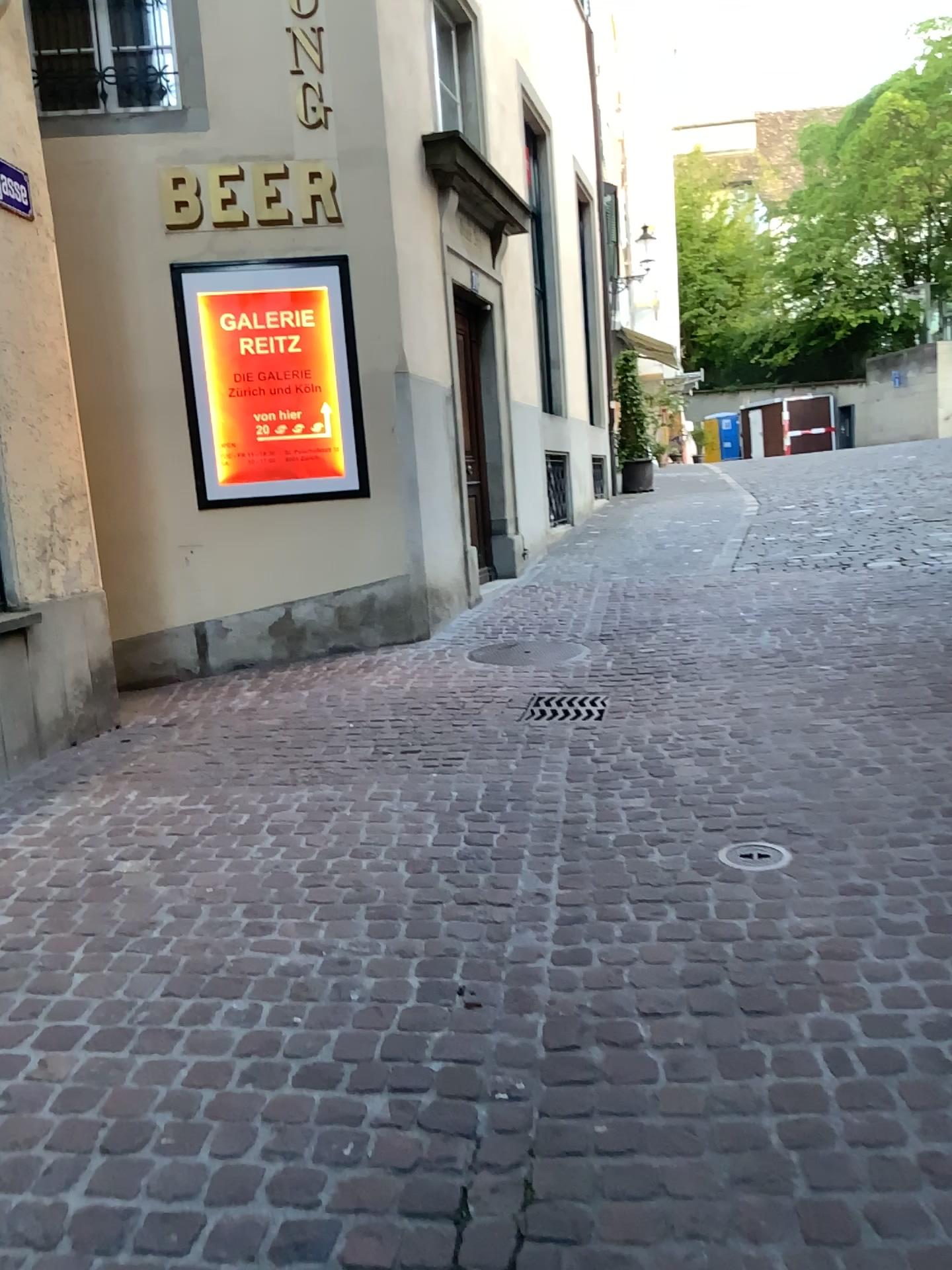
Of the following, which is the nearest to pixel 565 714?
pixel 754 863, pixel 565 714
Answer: pixel 565 714

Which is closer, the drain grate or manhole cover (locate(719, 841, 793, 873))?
manhole cover (locate(719, 841, 793, 873))

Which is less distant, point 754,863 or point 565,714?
point 754,863

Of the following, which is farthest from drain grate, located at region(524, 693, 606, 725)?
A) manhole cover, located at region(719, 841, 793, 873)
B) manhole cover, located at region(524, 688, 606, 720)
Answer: manhole cover, located at region(719, 841, 793, 873)

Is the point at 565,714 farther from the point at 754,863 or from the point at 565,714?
the point at 754,863

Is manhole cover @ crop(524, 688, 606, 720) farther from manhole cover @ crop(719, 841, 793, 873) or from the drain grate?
manhole cover @ crop(719, 841, 793, 873)

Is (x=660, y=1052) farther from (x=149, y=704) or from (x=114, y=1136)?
(x=149, y=704)

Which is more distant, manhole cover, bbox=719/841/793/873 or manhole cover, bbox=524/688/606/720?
manhole cover, bbox=524/688/606/720
